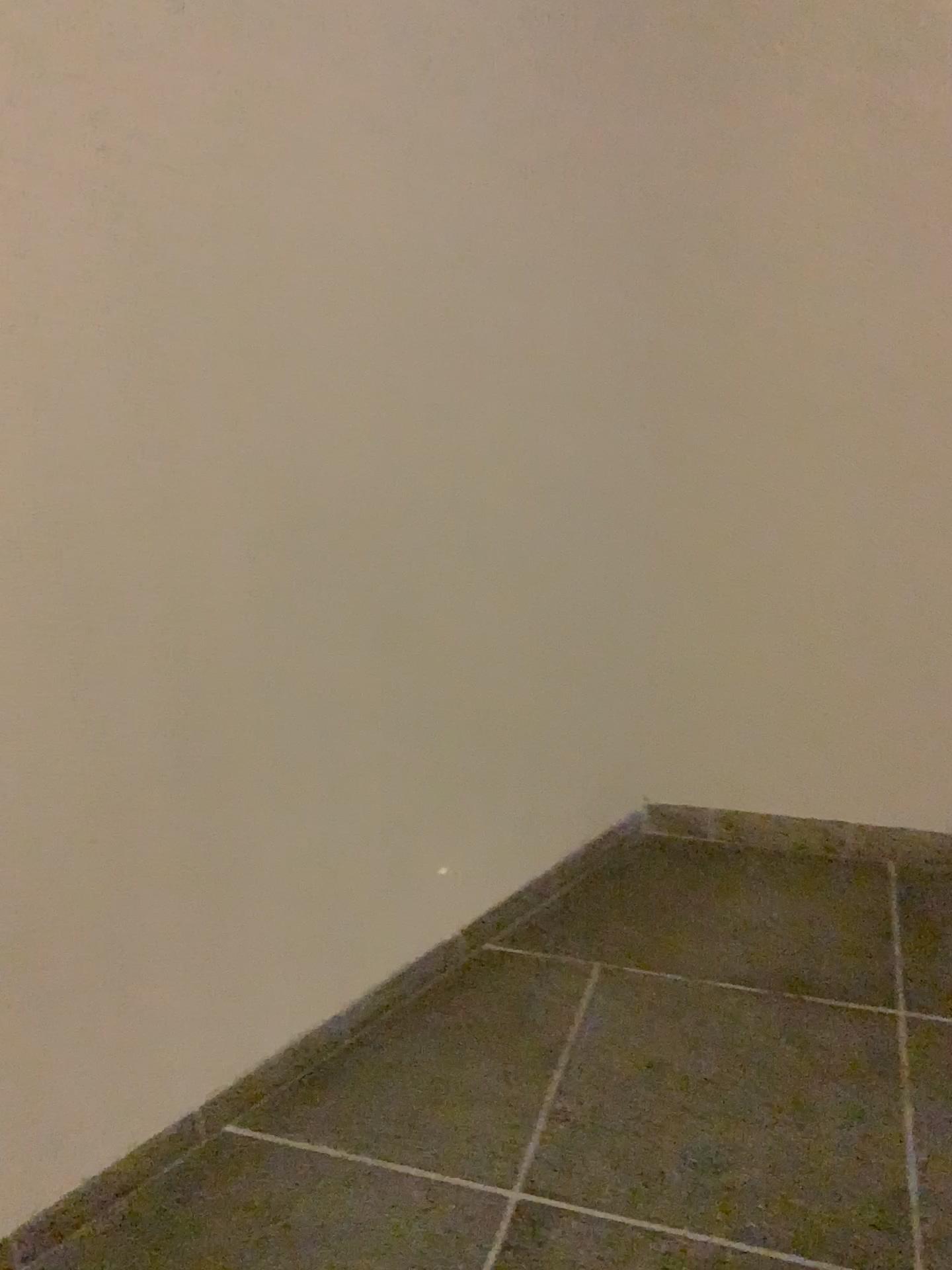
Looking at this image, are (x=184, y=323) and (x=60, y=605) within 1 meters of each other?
yes
